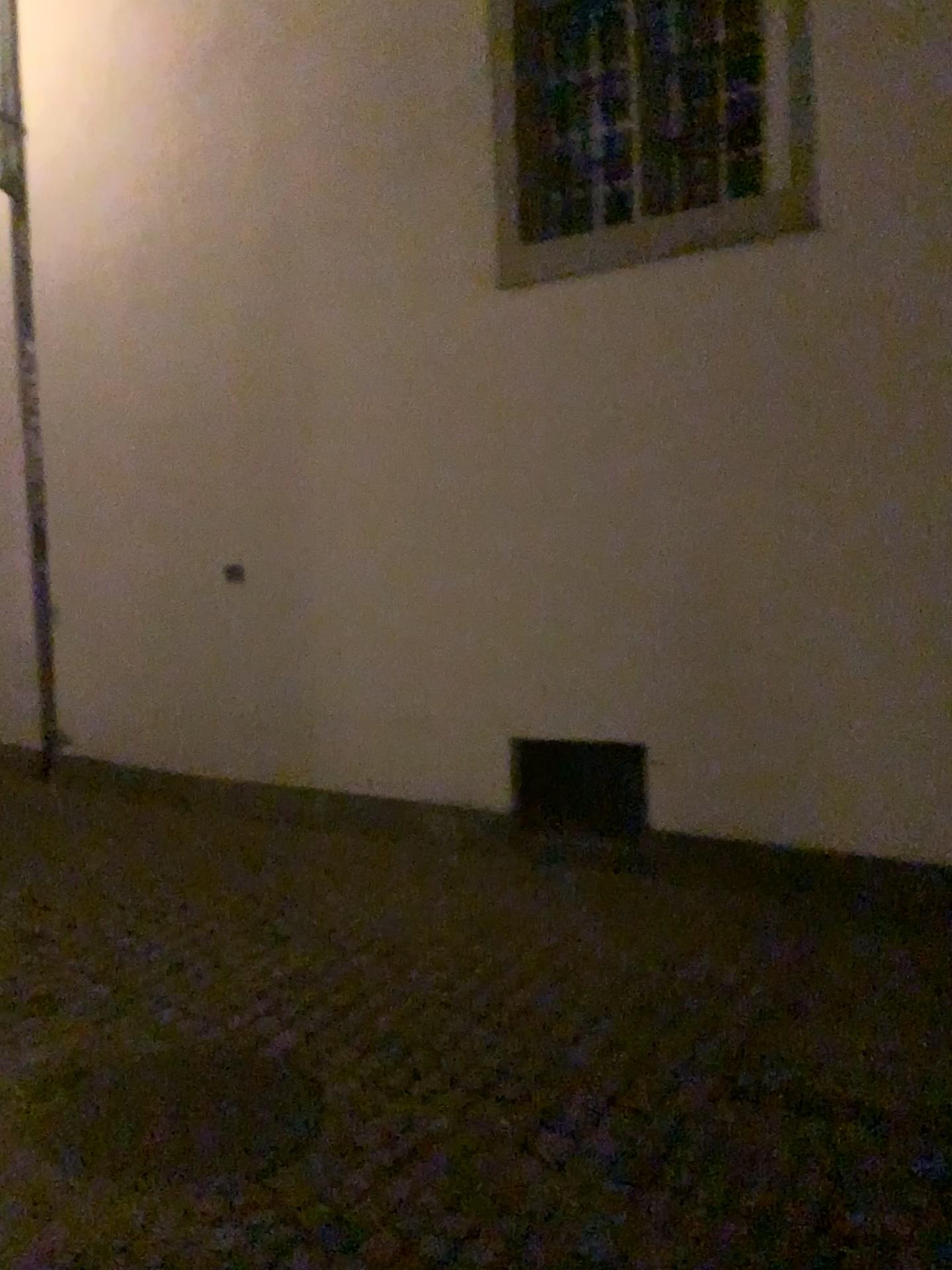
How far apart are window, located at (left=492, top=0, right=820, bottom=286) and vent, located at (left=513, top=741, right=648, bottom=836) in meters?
1.9 m

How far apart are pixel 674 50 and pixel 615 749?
2.71m

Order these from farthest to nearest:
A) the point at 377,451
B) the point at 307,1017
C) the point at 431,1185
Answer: the point at 377,451 → the point at 307,1017 → the point at 431,1185

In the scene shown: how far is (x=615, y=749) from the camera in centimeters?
422cm

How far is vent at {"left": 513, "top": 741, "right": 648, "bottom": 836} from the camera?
4.2m

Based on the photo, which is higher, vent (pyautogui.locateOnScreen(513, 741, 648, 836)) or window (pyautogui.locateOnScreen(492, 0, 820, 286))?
window (pyautogui.locateOnScreen(492, 0, 820, 286))

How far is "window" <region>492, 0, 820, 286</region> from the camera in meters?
4.1 m

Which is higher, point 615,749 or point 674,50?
point 674,50
